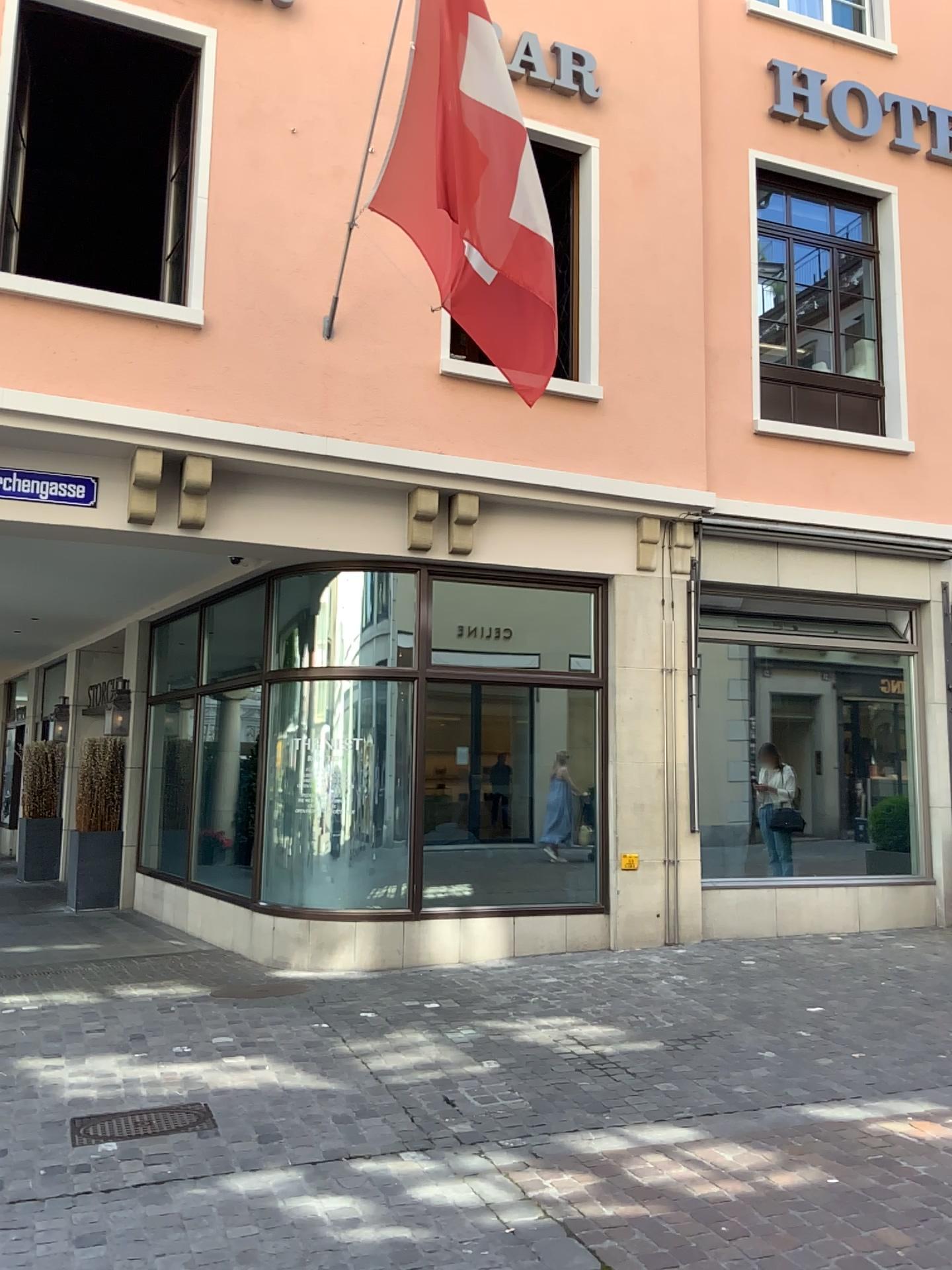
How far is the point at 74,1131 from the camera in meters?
4.0 m

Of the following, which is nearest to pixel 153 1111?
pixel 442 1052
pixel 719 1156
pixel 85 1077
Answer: pixel 85 1077

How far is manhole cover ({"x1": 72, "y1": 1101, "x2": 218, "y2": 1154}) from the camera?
4.0 meters
